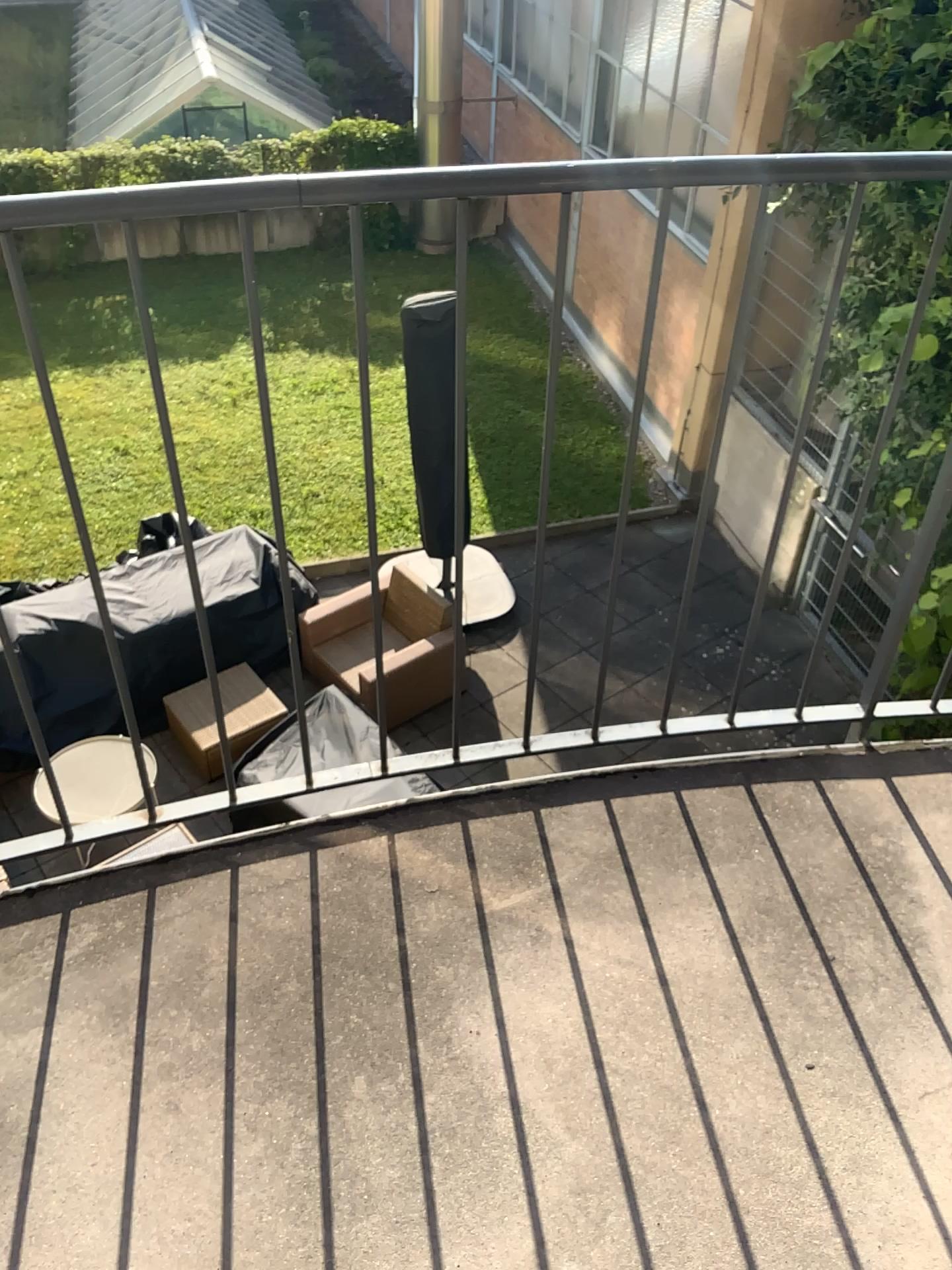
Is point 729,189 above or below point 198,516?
above
